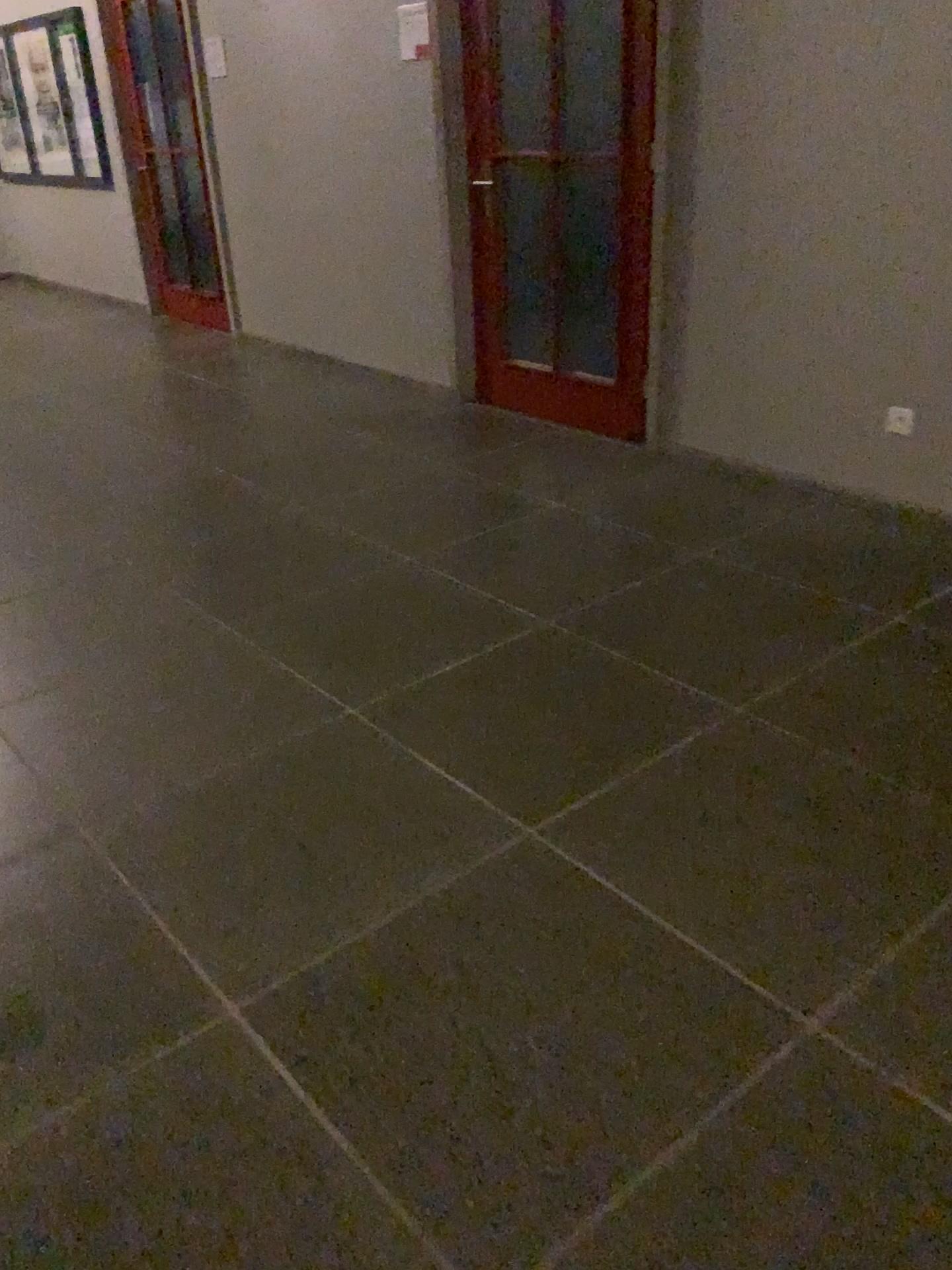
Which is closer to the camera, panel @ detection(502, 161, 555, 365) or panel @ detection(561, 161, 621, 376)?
panel @ detection(561, 161, 621, 376)

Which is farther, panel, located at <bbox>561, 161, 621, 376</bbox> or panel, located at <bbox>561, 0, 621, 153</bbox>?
panel, located at <bbox>561, 161, 621, 376</bbox>

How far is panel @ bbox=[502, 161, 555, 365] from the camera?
4.6m

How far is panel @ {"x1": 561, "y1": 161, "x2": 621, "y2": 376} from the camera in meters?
4.3 m

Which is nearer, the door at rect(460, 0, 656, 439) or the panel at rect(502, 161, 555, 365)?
the door at rect(460, 0, 656, 439)

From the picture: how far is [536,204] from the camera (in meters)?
4.61

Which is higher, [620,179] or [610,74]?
[610,74]

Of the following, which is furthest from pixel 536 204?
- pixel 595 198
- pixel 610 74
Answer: pixel 610 74

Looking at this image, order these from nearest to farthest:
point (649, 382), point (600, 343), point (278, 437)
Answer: point (649, 382) < point (600, 343) < point (278, 437)

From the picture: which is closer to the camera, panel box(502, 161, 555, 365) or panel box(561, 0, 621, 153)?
panel box(561, 0, 621, 153)
